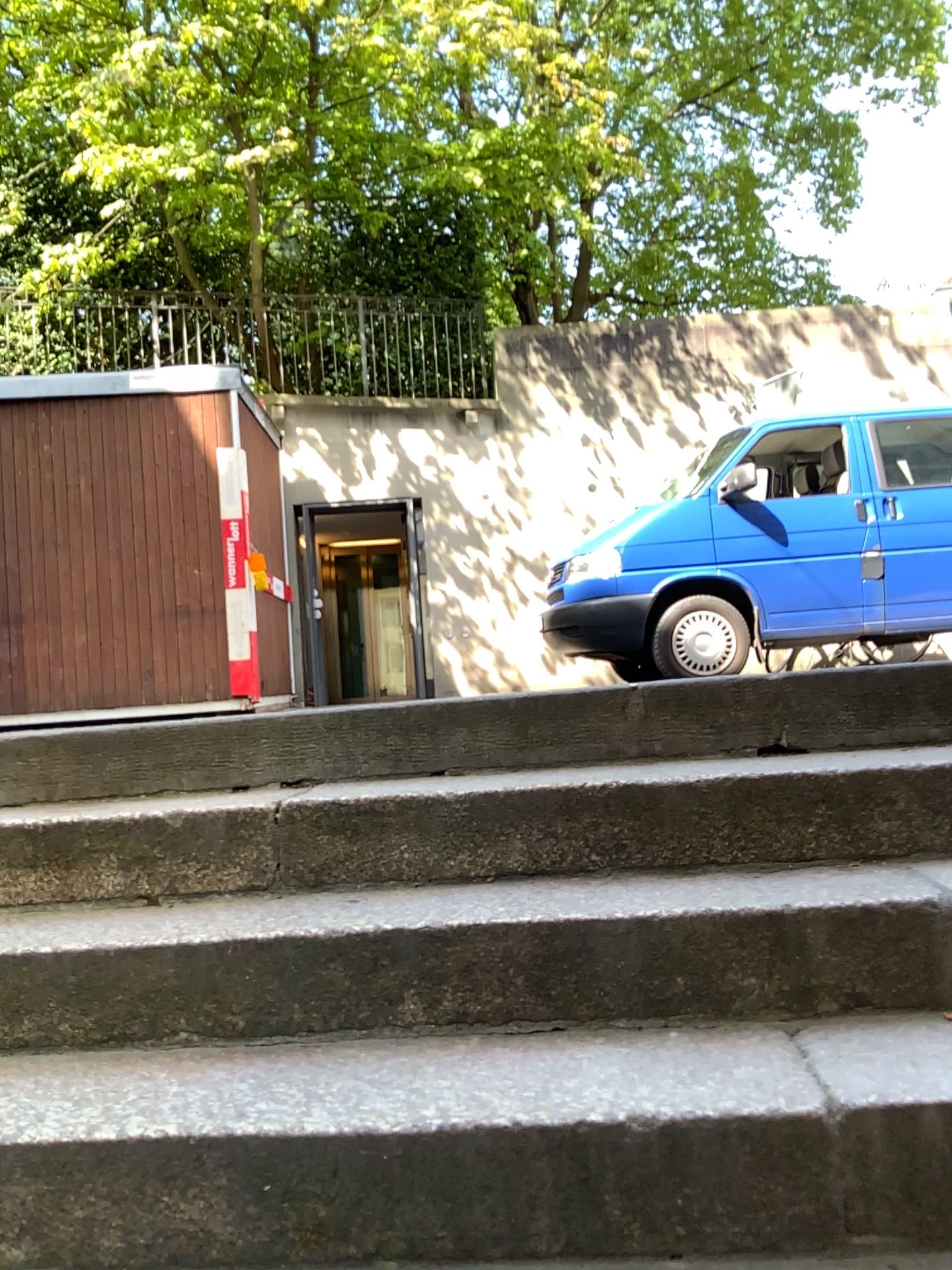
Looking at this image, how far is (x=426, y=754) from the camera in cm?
225
